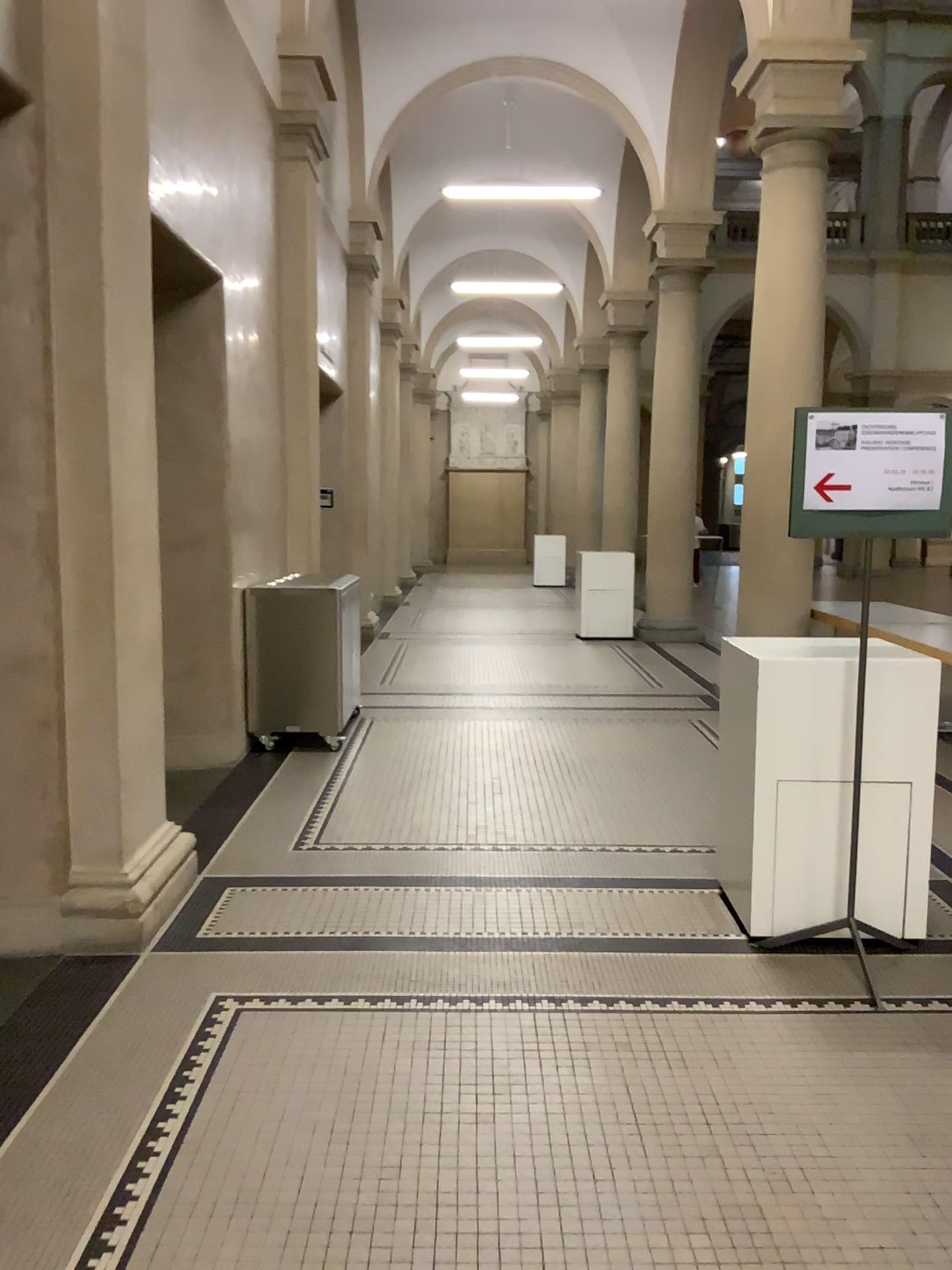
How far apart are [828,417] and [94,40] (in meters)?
2.61

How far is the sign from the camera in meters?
3.3

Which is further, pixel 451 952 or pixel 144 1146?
pixel 451 952

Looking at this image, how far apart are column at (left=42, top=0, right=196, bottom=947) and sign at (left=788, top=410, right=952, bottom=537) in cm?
216

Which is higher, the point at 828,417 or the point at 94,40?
the point at 94,40

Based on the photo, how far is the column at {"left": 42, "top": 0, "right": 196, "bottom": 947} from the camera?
3.35m

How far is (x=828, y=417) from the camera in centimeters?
329cm
